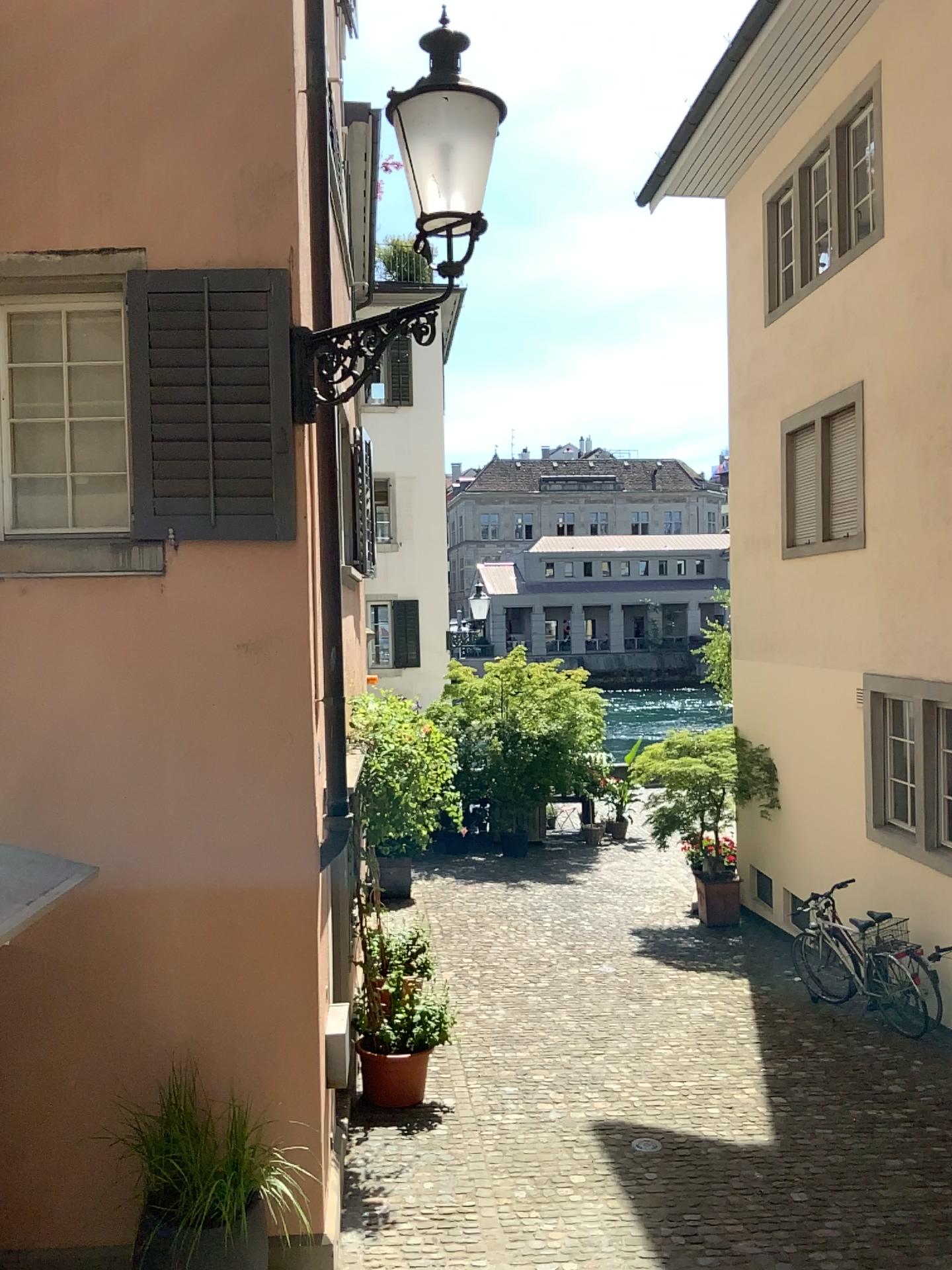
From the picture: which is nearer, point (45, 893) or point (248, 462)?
point (45, 893)
